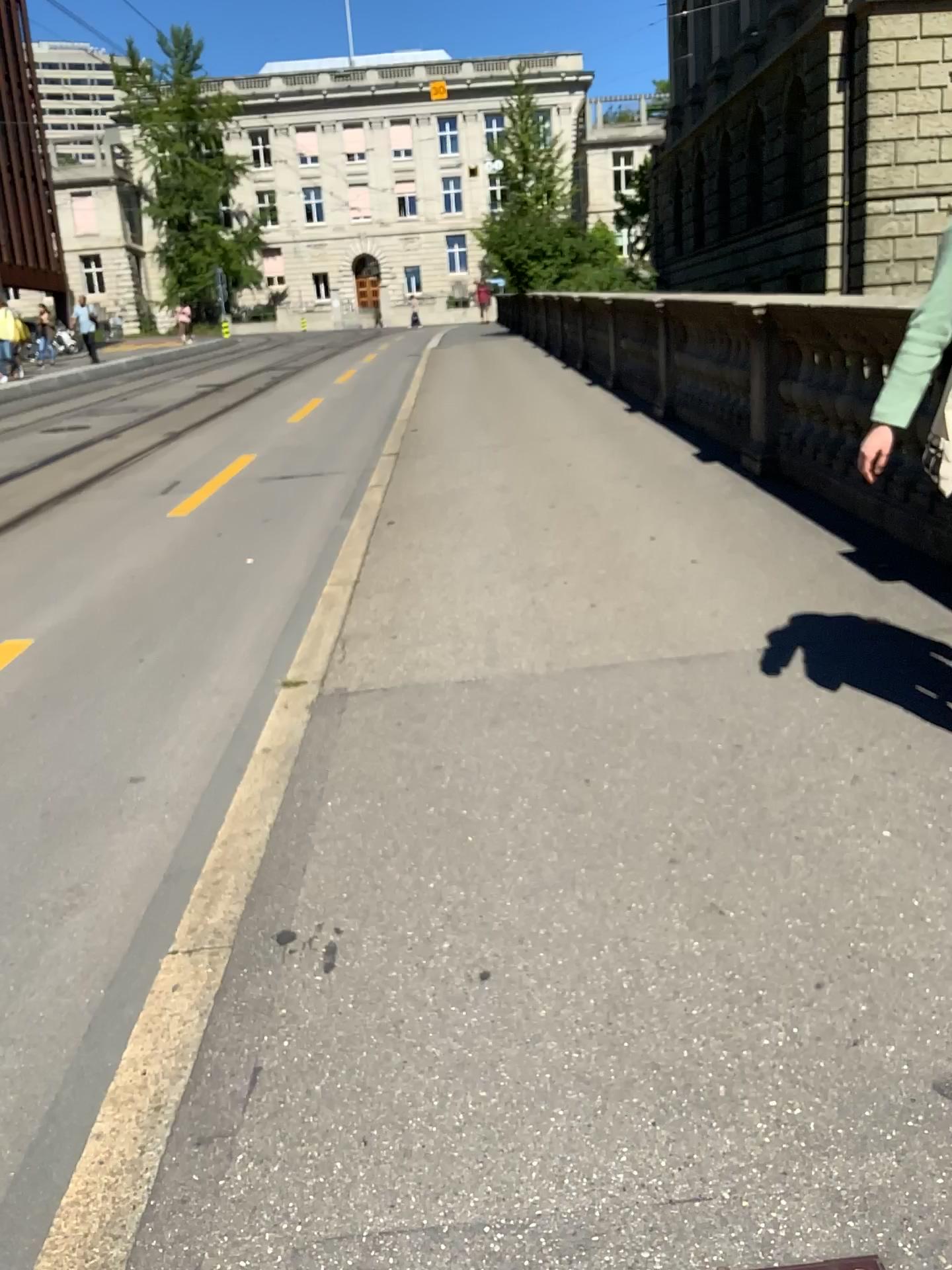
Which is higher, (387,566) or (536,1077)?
(387,566)
